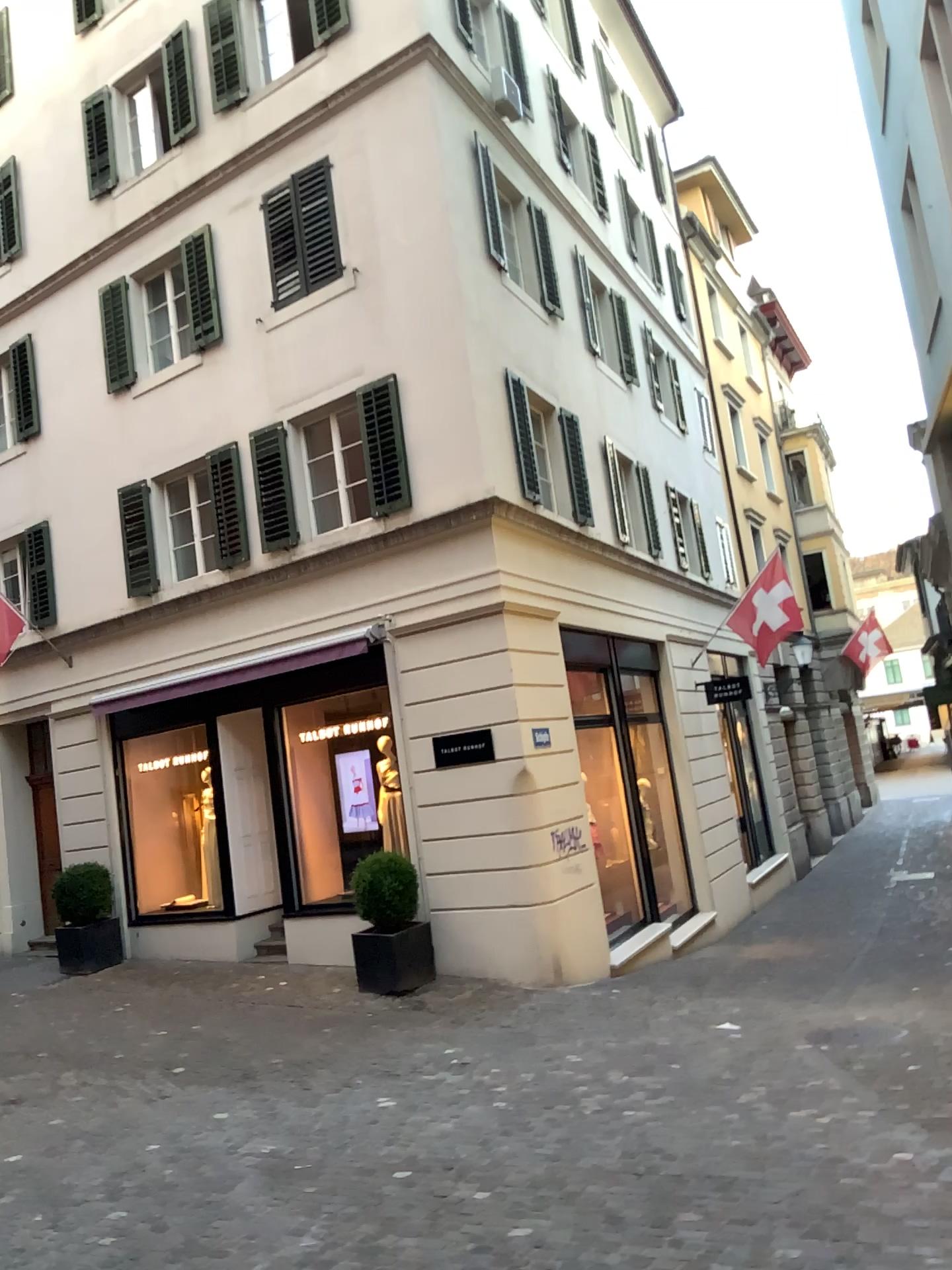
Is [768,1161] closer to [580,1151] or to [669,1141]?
[669,1141]
